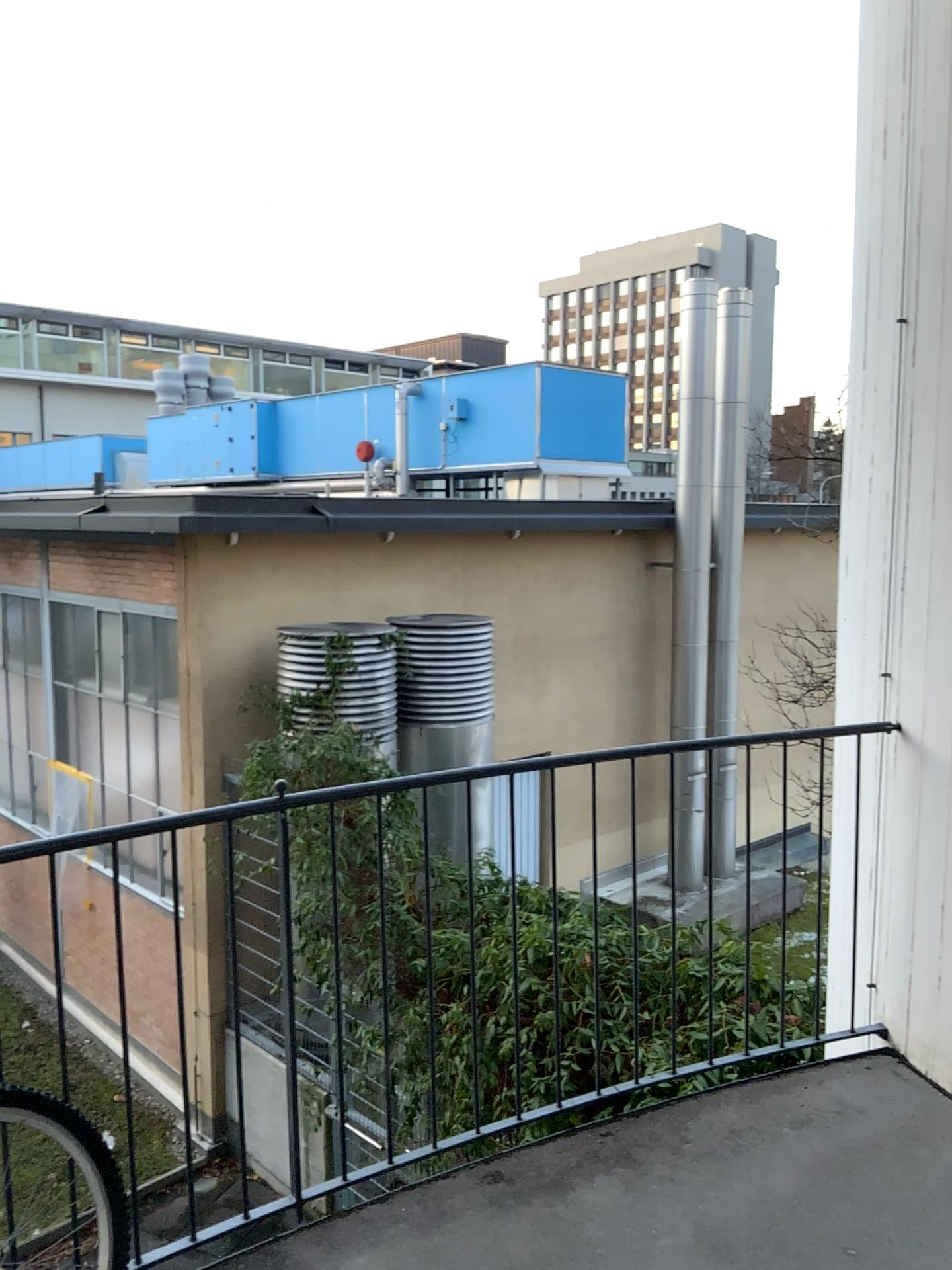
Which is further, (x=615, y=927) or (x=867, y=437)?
(x=867, y=437)
